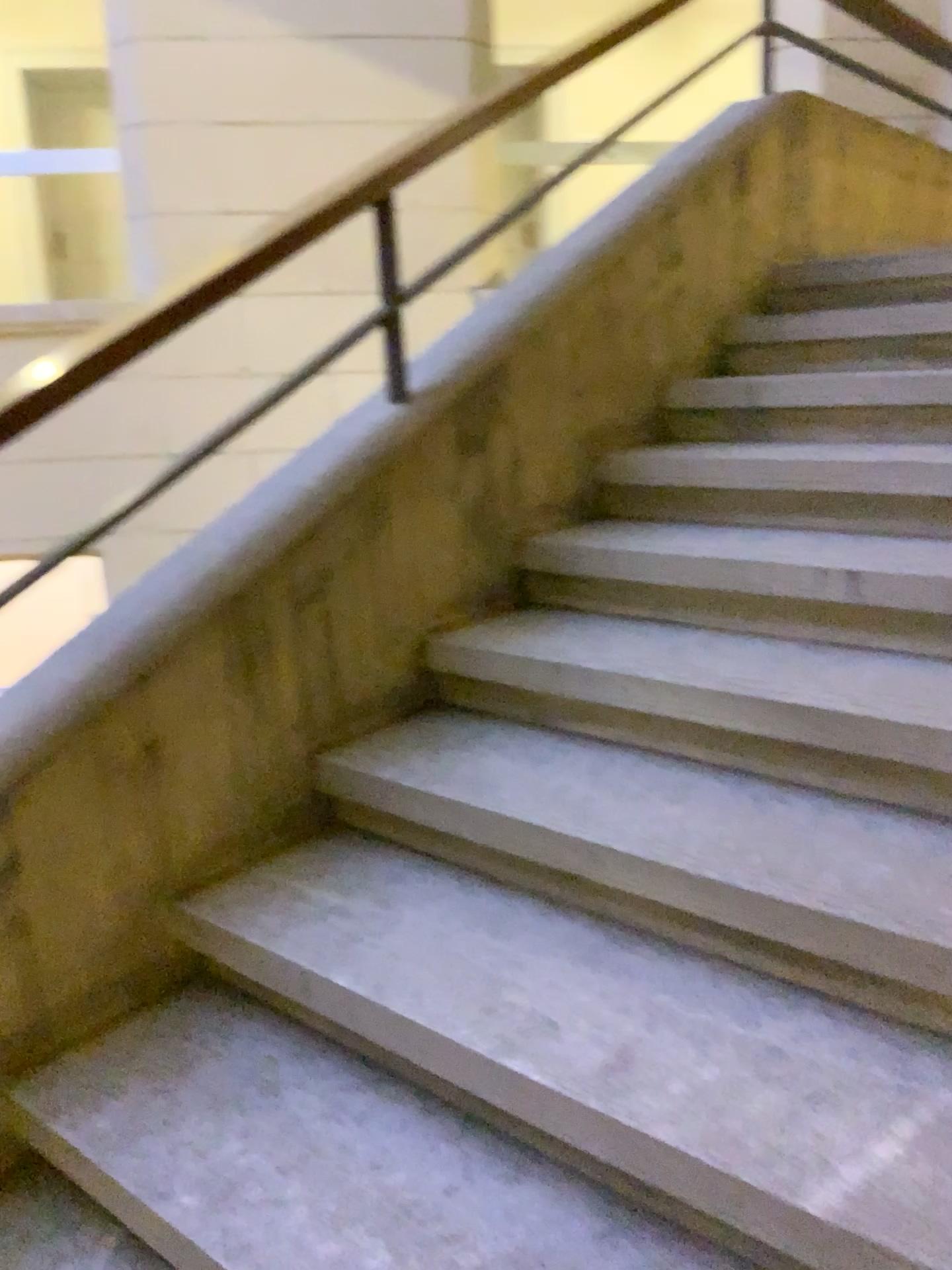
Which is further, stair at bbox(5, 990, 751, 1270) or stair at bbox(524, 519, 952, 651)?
stair at bbox(524, 519, 952, 651)

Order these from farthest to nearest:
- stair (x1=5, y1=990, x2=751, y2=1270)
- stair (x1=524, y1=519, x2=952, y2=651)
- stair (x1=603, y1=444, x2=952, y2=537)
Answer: stair (x1=603, y1=444, x2=952, y2=537)
stair (x1=524, y1=519, x2=952, y2=651)
stair (x1=5, y1=990, x2=751, y2=1270)

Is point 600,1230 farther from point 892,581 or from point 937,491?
point 937,491

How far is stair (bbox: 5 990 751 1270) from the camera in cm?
123

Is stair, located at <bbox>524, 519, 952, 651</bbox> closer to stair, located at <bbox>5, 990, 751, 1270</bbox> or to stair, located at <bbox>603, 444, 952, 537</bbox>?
stair, located at <bbox>603, 444, 952, 537</bbox>

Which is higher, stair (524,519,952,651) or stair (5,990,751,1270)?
stair (524,519,952,651)

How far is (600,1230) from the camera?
1.23m

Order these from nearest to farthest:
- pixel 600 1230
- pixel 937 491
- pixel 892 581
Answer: pixel 600 1230
pixel 892 581
pixel 937 491

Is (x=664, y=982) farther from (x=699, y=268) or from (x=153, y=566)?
(x=699, y=268)

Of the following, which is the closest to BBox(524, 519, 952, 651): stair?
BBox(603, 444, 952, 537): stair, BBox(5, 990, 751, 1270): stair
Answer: Result: BBox(603, 444, 952, 537): stair
